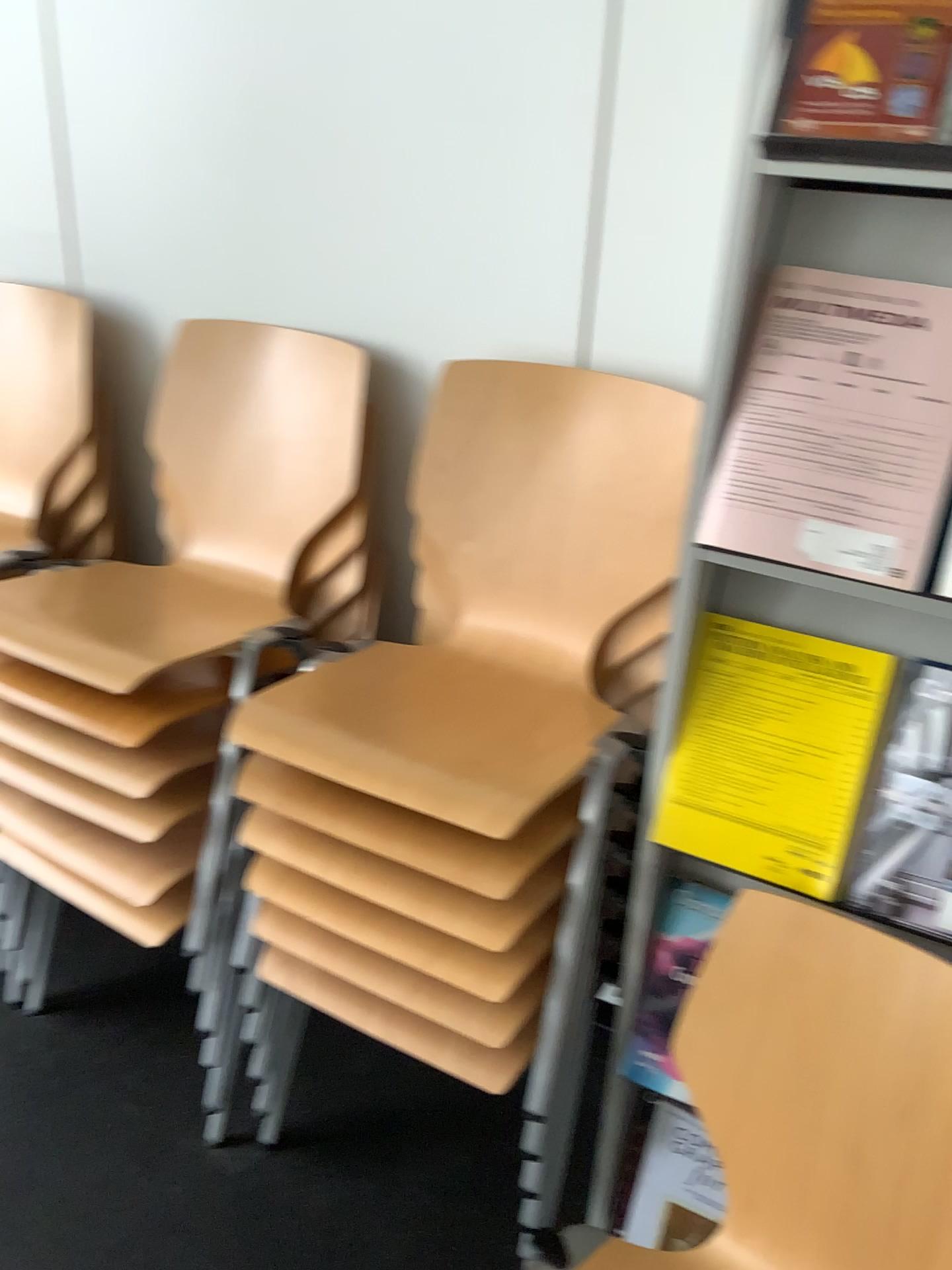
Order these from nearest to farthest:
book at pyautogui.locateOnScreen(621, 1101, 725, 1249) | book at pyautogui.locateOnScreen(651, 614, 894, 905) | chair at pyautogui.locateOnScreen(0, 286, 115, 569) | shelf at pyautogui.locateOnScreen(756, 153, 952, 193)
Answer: shelf at pyautogui.locateOnScreen(756, 153, 952, 193) → book at pyautogui.locateOnScreen(651, 614, 894, 905) → book at pyautogui.locateOnScreen(621, 1101, 725, 1249) → chair at pyautogui.locateOnScreen(0, 286, 115, 569)

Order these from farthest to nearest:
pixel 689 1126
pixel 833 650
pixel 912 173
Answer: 1. pixel 689 1126
2. pixel 833 650
3. pixel 912 173

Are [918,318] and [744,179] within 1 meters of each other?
yes

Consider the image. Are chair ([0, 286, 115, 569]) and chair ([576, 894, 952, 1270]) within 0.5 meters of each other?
no

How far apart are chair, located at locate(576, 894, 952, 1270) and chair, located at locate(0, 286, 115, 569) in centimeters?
130cm

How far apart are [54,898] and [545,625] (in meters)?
1.08

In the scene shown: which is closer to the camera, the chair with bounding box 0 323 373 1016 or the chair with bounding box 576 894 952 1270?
the chair with bounding box 576 894 952 1270

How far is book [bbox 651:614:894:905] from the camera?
1.1 meters

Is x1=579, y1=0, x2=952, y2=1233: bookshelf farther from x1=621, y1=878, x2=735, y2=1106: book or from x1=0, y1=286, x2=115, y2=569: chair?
x1=0, y1=286, x2=115, y2=569: chair

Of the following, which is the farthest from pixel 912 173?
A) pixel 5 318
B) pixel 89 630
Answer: Result: pixel 5 318
